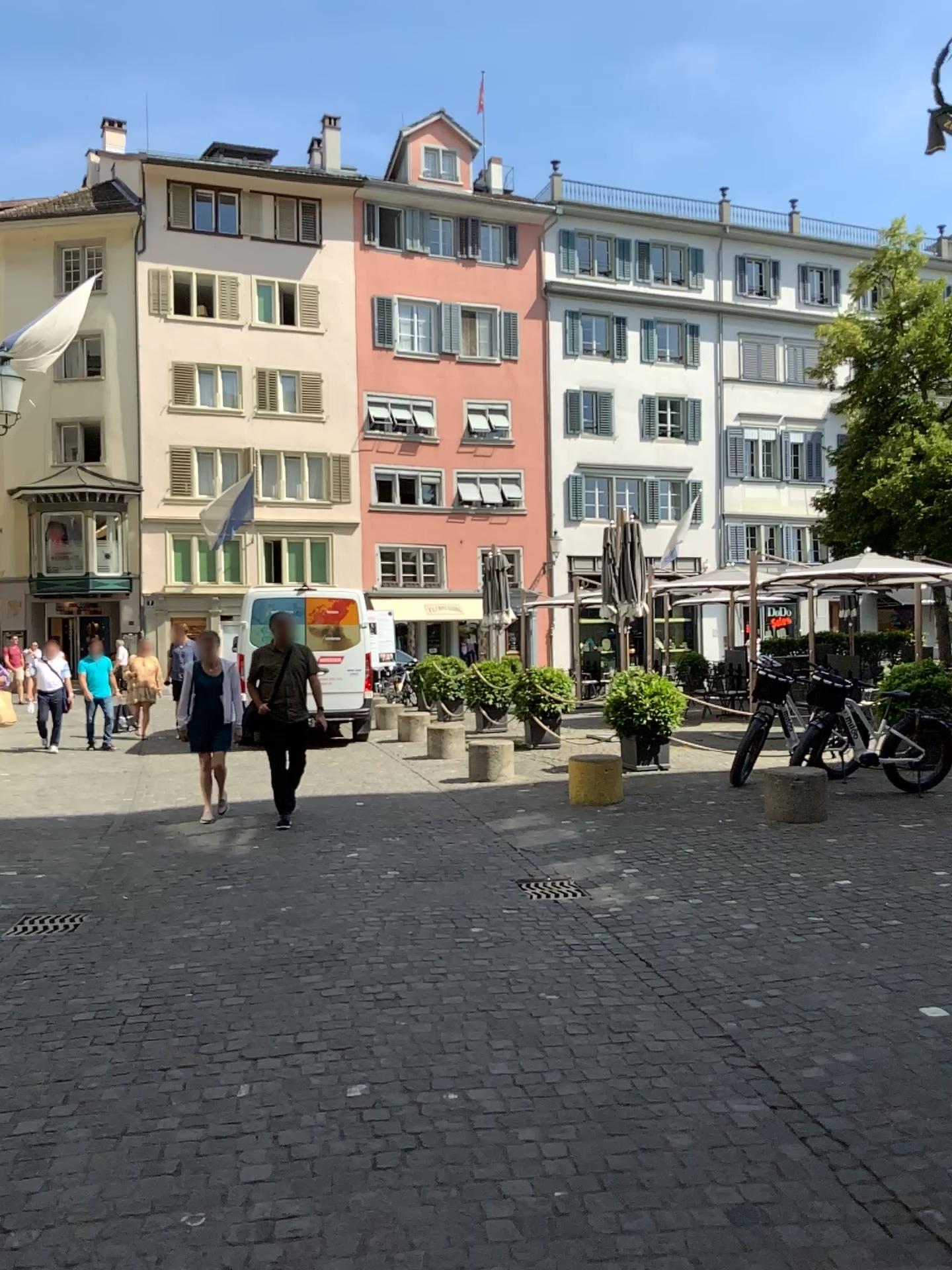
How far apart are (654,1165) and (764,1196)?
0.3 meters
